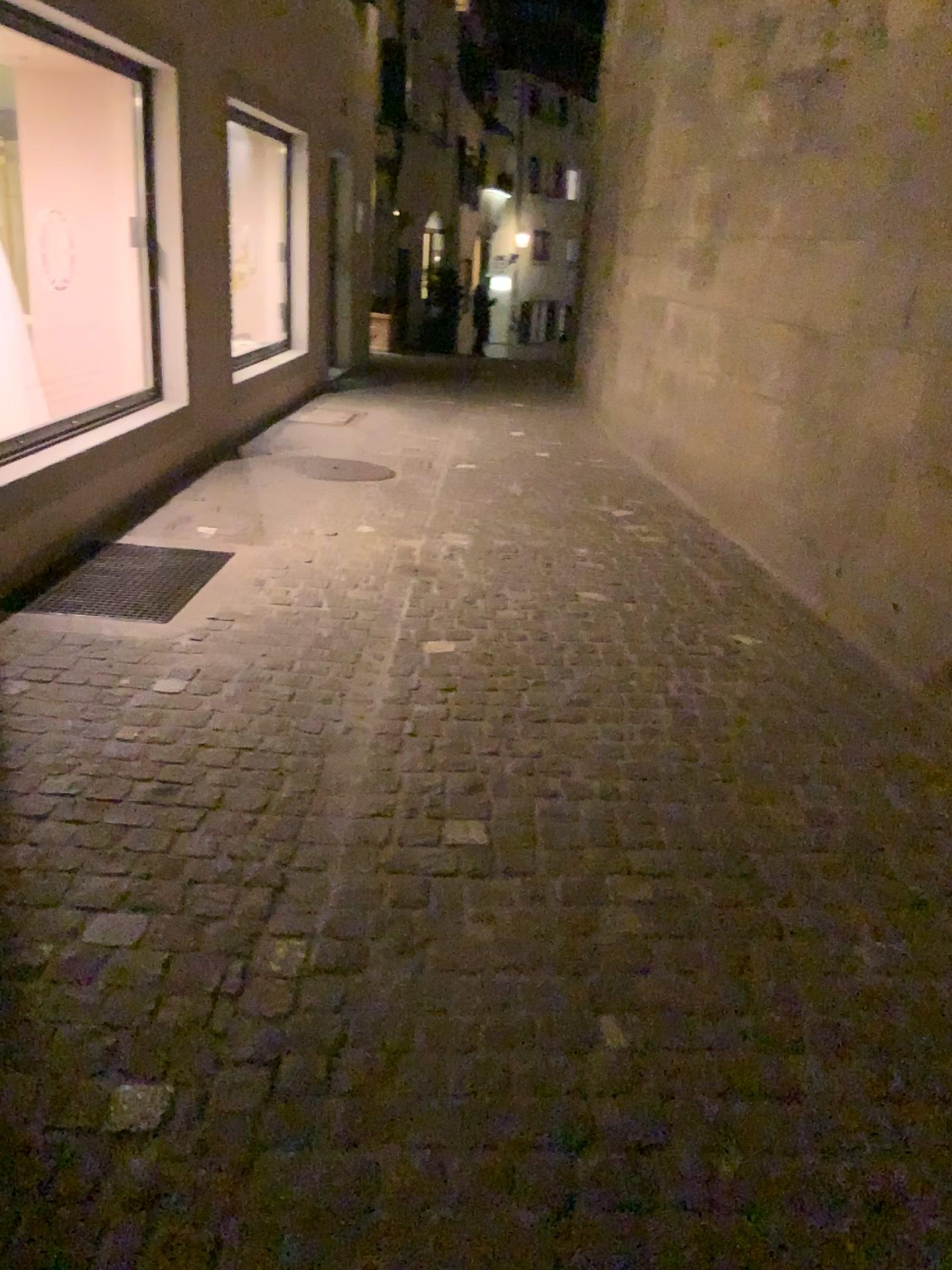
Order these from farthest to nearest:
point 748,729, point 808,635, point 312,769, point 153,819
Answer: point 808,635 < point 748,729 < point 312,769 < point 153,819
